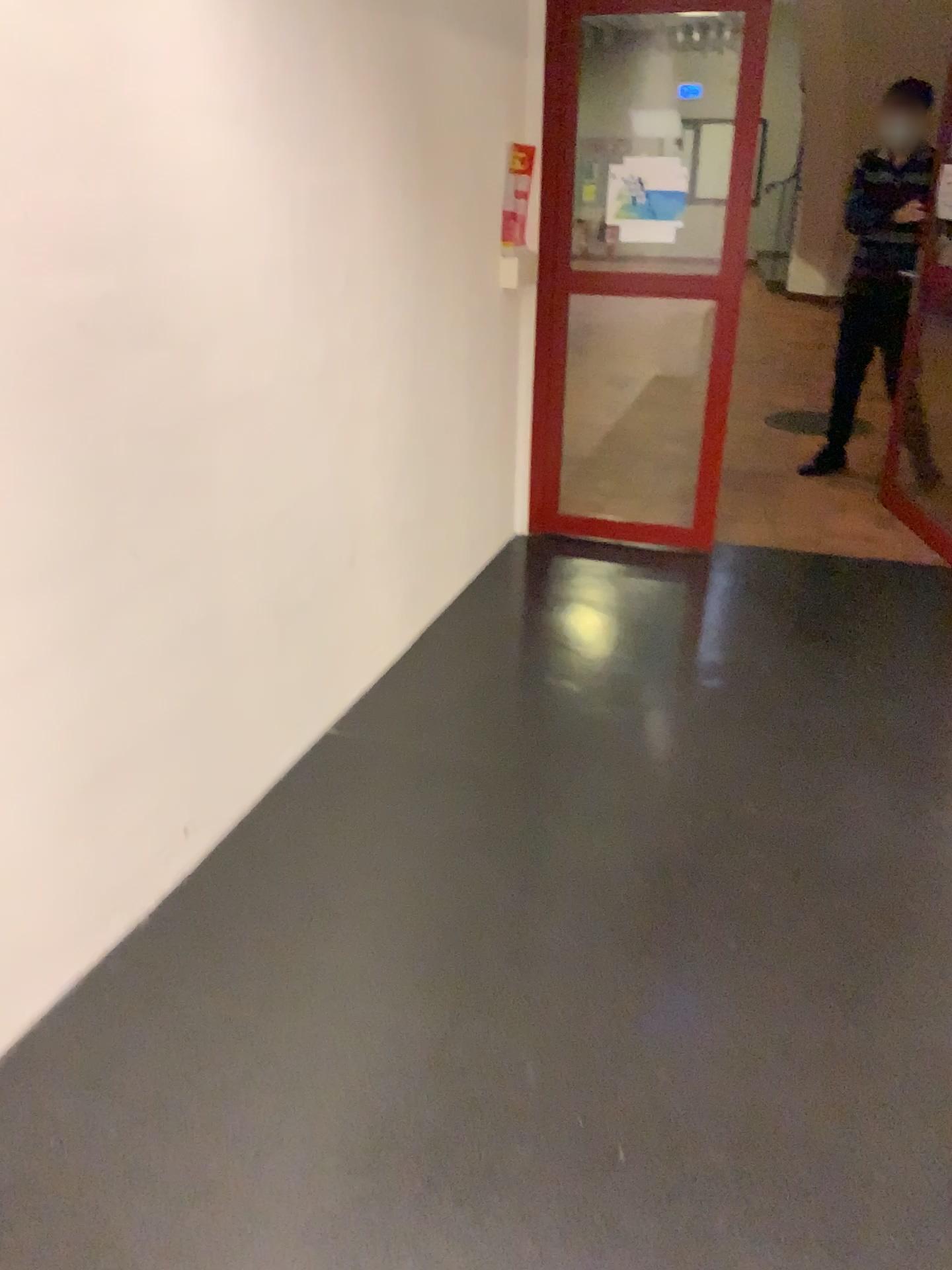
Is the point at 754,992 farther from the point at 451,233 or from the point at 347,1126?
the point at 451,233
